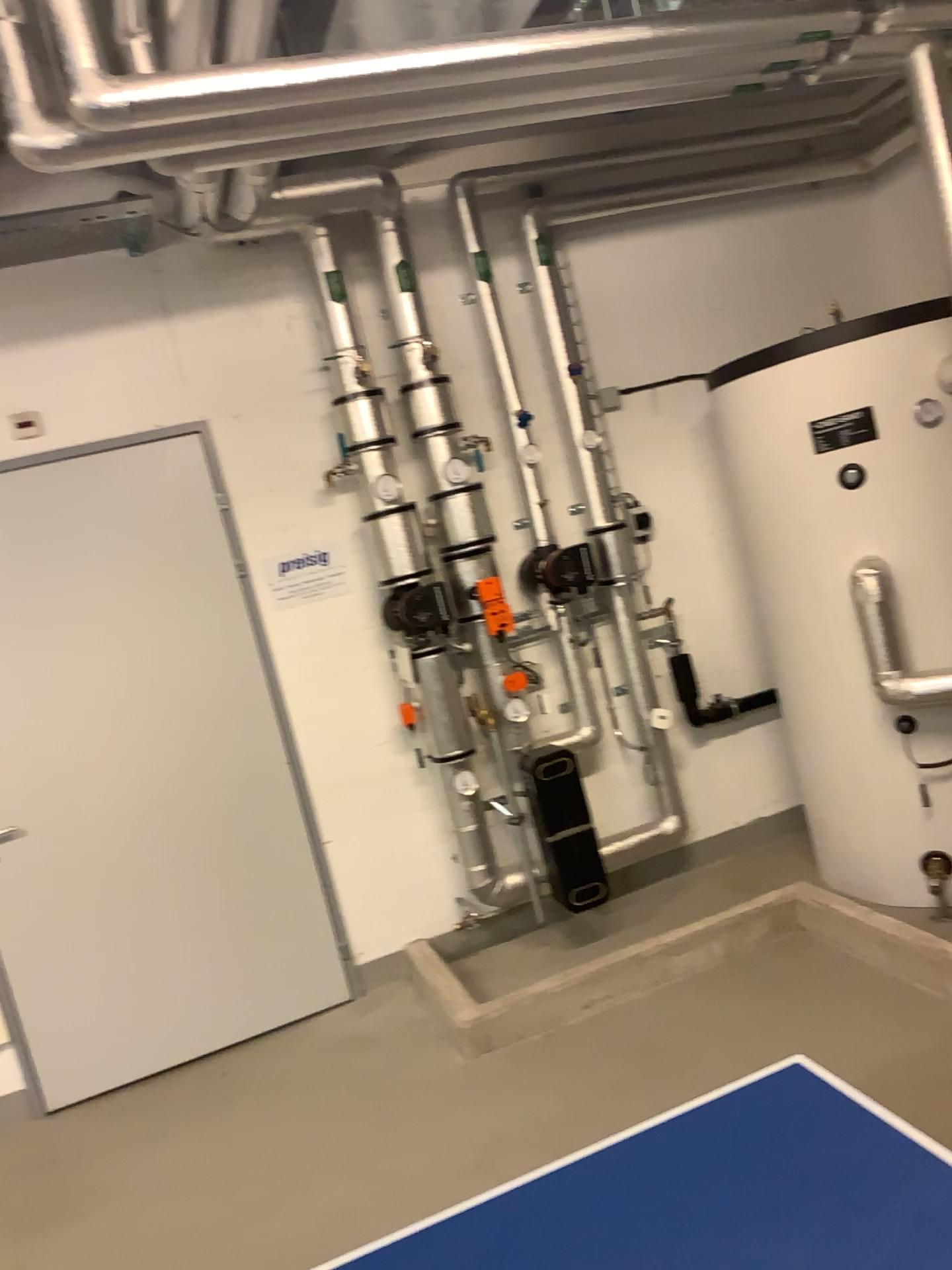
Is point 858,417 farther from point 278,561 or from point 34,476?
point 34,476

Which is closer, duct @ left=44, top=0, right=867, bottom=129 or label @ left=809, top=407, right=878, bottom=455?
duct @ left=44, top=0, right=867, bottom=129

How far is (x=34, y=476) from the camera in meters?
3.7

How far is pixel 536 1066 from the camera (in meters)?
3.19

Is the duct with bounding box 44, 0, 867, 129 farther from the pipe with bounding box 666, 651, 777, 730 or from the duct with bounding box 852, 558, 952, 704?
the pipe with bounding box 666, 651, 777, 730

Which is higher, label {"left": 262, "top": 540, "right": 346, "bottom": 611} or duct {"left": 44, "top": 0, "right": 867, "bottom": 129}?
duct {"left": 44, "top": 0, "right": 867, "bottom": 129}

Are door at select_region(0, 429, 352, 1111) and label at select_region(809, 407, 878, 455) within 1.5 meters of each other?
no

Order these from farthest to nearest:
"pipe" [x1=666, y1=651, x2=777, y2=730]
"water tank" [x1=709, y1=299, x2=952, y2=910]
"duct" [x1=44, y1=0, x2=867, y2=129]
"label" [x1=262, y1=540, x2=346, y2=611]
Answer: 1. "pipe" [x1=666, y1=651, x2=777, y2=730]
2. "label" [x1=262, y1=540, x2=346, y2=611]
3. "water tank" [x1=709, y1=299, x2=952, y2=910]
4. "duct" [x1=44, y1=0, x2=867, y2=129]

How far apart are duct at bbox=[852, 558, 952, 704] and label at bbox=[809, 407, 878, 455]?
0.41m

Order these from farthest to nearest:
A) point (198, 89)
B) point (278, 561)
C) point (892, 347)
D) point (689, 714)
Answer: point (689, 714) → point (278, 561) → point (892, 347) → point (198, 89)
